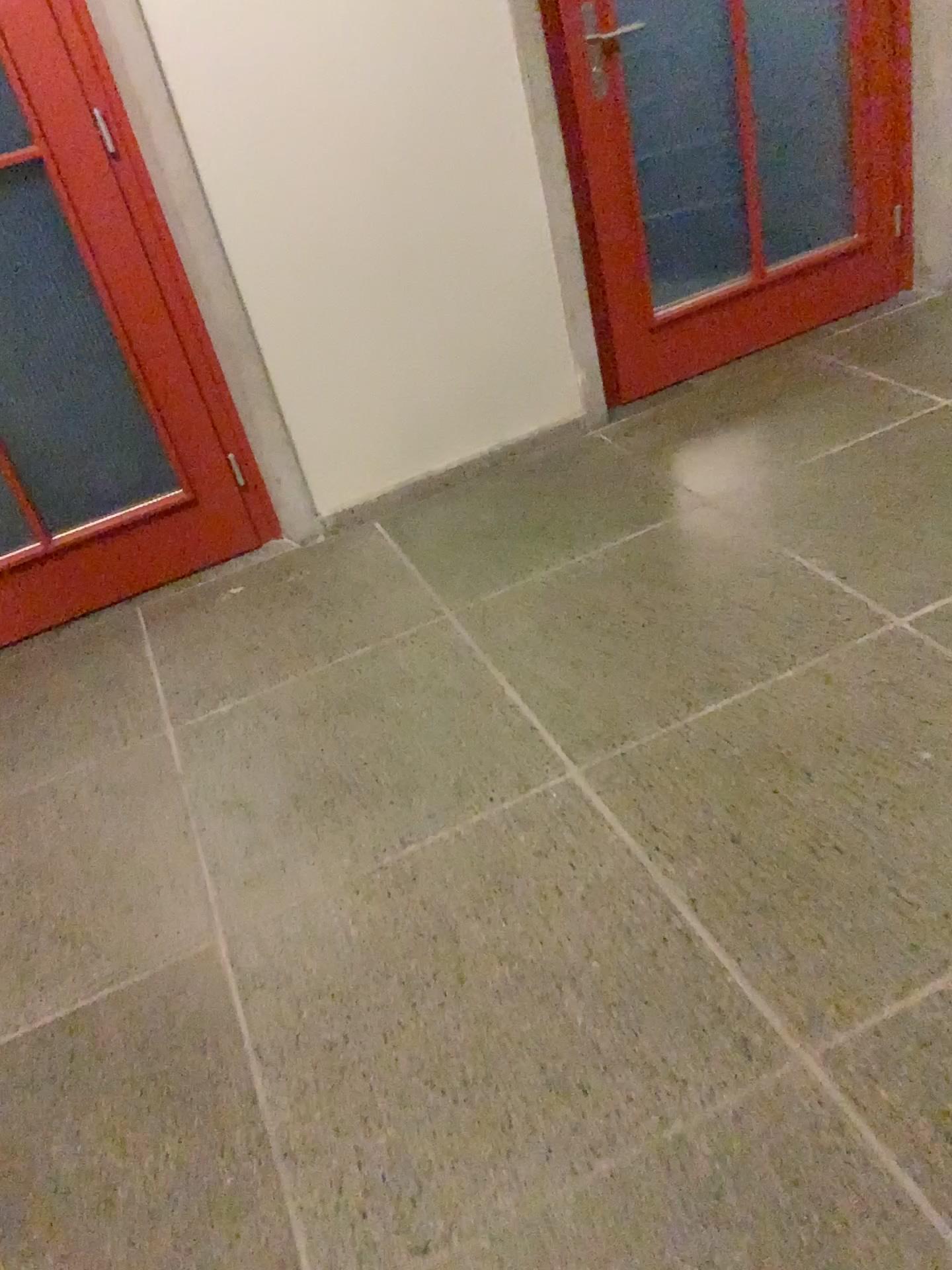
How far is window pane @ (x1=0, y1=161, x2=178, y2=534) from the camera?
2.5 meters

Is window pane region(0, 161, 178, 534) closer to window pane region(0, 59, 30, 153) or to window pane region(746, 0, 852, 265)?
window pane region(0, 59, 30, 153)

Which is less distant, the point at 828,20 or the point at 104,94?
the point at 104,94

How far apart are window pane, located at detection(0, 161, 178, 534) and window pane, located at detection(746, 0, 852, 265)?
1.9m

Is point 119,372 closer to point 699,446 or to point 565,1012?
point 699,446

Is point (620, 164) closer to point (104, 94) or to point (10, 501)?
point (104, 94)

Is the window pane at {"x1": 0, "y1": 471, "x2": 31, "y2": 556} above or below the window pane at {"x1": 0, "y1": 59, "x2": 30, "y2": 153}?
below

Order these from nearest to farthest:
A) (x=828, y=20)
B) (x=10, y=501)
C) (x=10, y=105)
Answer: (x=10, y=105)
(x=10, y=501)
(x=828, y=20)

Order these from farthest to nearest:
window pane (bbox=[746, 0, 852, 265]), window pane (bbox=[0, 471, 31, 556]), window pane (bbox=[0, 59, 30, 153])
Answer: window pane (bbox=[746, 0, 852, 265]), window pane (bbox=[0, 471, 31, 556]), window pane (bbox=[0, 59, 30, 153])

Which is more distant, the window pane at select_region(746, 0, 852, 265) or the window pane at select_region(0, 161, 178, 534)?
the window pane at select_region(746, 0, 852, 265)
